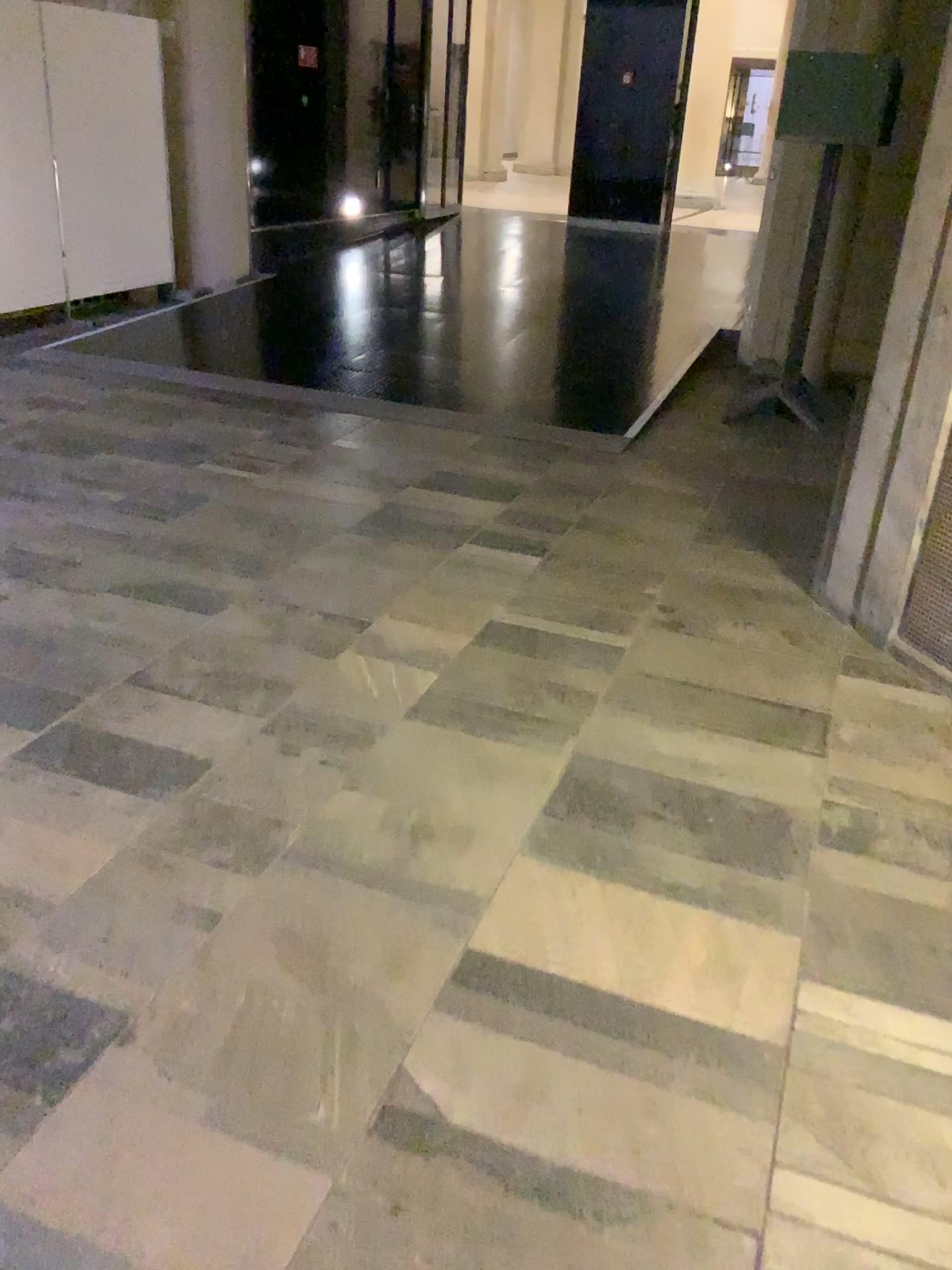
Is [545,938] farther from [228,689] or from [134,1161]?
[228,689]

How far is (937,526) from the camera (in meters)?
3.04

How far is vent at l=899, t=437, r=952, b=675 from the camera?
3.0 meters
